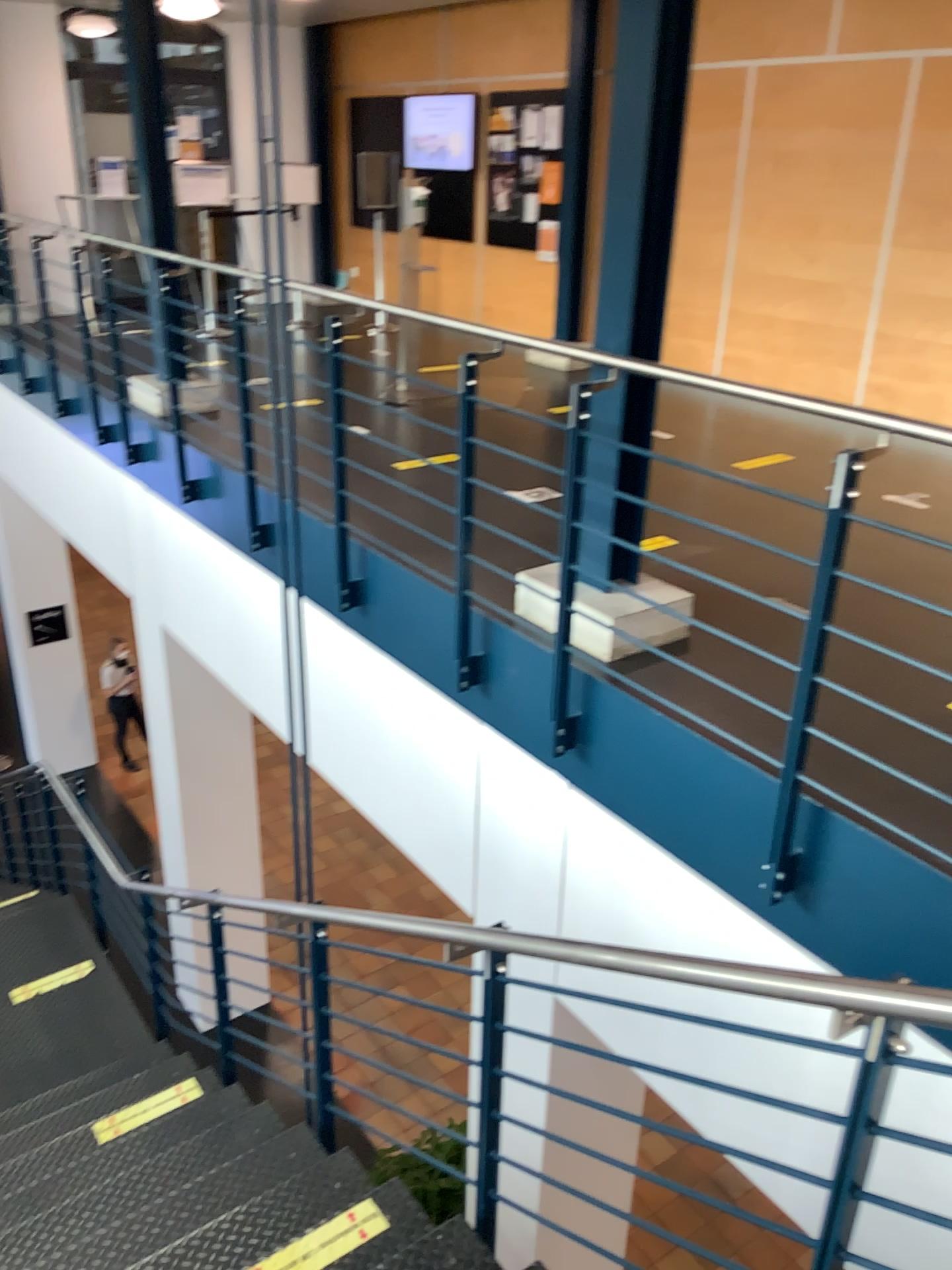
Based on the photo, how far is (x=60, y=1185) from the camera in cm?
357
